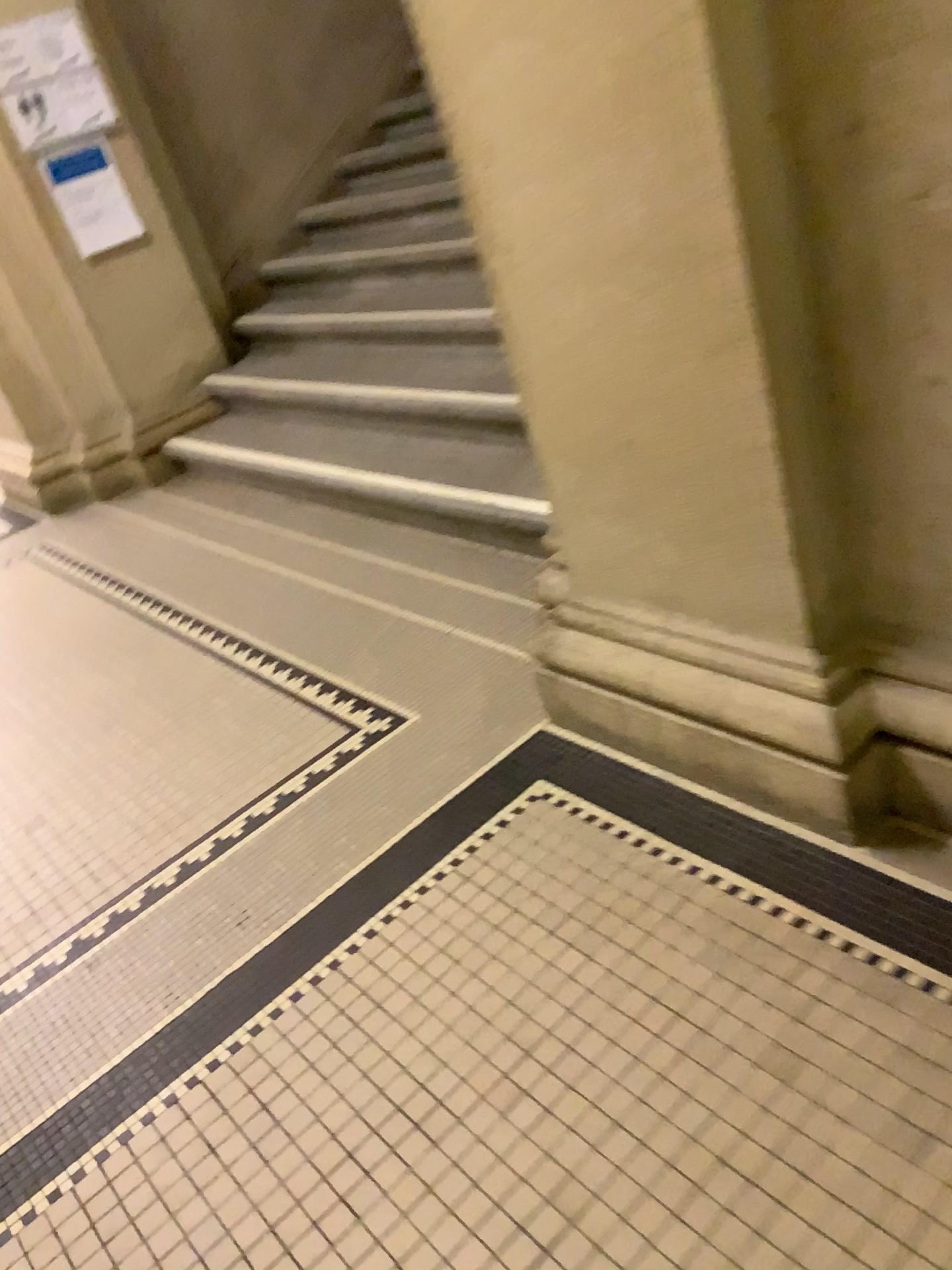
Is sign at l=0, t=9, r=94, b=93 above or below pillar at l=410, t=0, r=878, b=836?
above

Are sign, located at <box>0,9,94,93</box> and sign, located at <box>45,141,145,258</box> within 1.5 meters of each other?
yes

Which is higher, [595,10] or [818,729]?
[595,10]

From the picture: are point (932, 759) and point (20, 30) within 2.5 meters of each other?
no

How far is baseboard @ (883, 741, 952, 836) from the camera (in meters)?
1.58

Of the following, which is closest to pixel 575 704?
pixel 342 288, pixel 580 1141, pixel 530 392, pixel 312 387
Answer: pixel 530 392

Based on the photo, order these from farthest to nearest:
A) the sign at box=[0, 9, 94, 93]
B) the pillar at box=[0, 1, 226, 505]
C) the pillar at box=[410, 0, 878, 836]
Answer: the pillar at box=[0, 1, 226, 505] < the sign at box=[0, 9, 94, 93] < the pillar at box=[410, 0, 878, 836]

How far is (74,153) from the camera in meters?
4.2 m

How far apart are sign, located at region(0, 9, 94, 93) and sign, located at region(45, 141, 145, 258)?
0.3m

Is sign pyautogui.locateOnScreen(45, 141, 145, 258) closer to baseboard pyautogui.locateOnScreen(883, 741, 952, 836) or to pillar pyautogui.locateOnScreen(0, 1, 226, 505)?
pillar pyautogui.locateOnScreen(0, 1, 226, 505)
